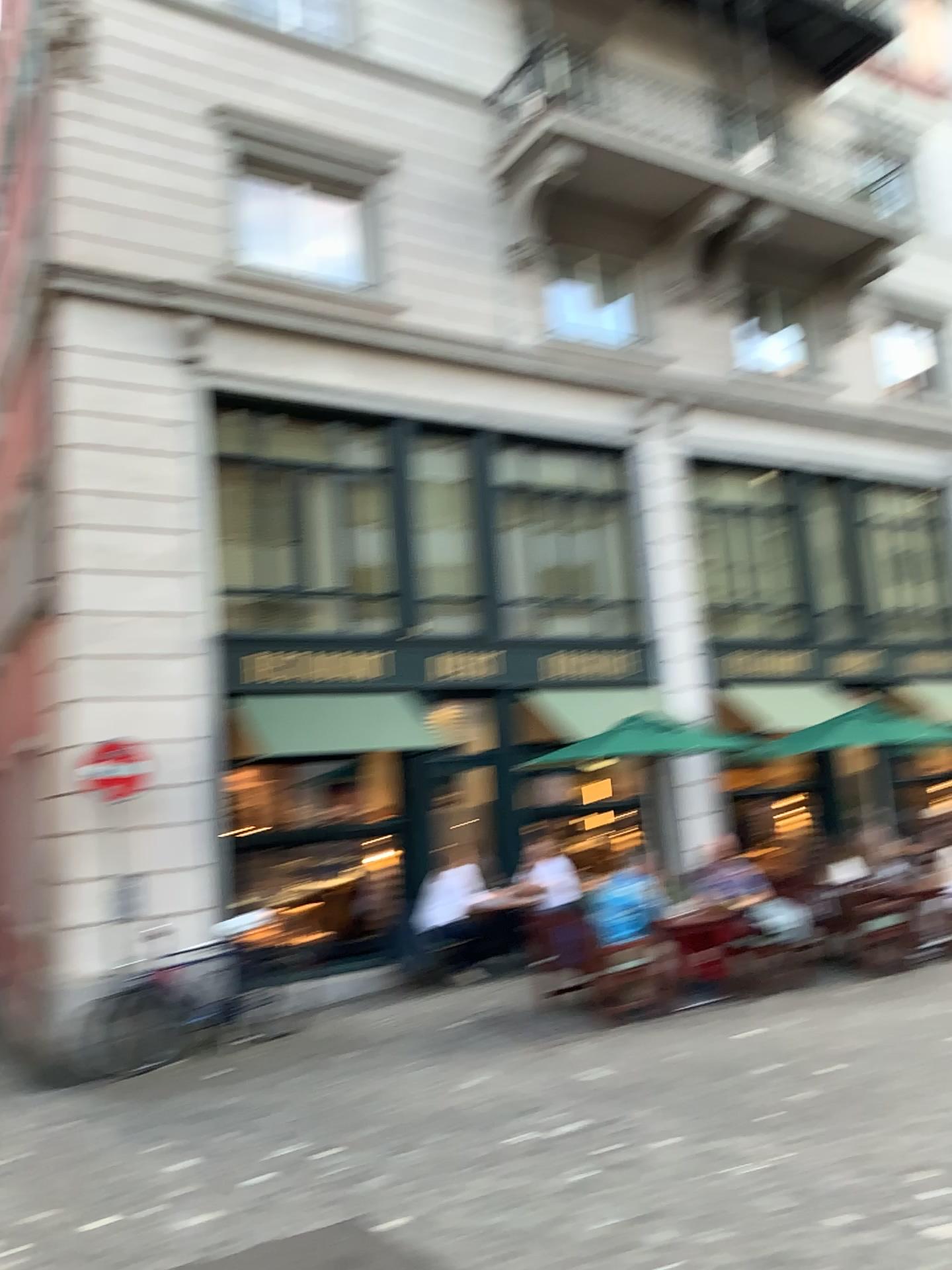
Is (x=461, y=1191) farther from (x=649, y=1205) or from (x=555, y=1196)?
(x=649, y=1205)
